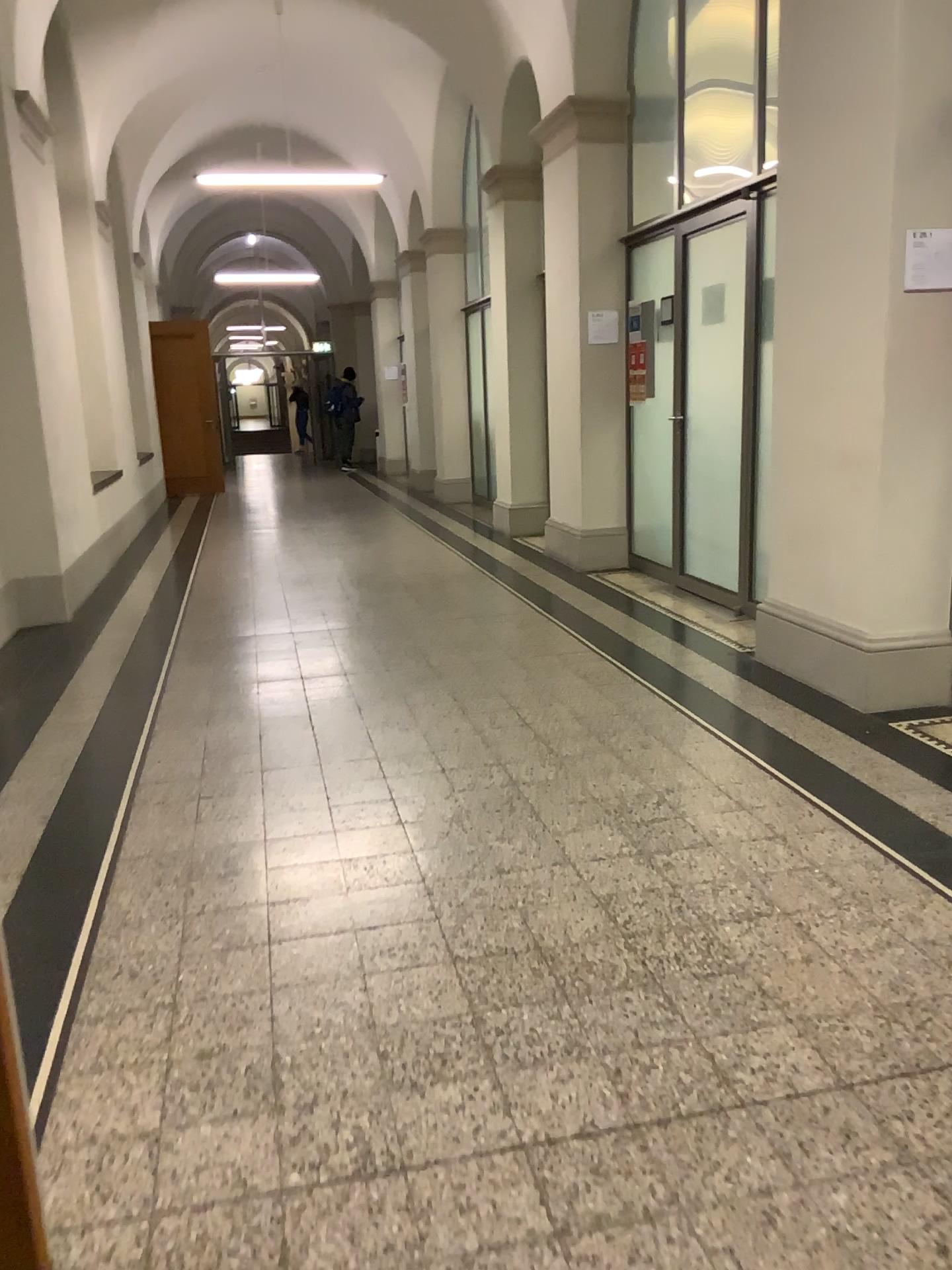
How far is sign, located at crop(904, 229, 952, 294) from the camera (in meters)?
3.51

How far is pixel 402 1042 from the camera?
2.1 meters

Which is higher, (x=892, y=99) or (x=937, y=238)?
(x=892, y=99)

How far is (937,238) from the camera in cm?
351
